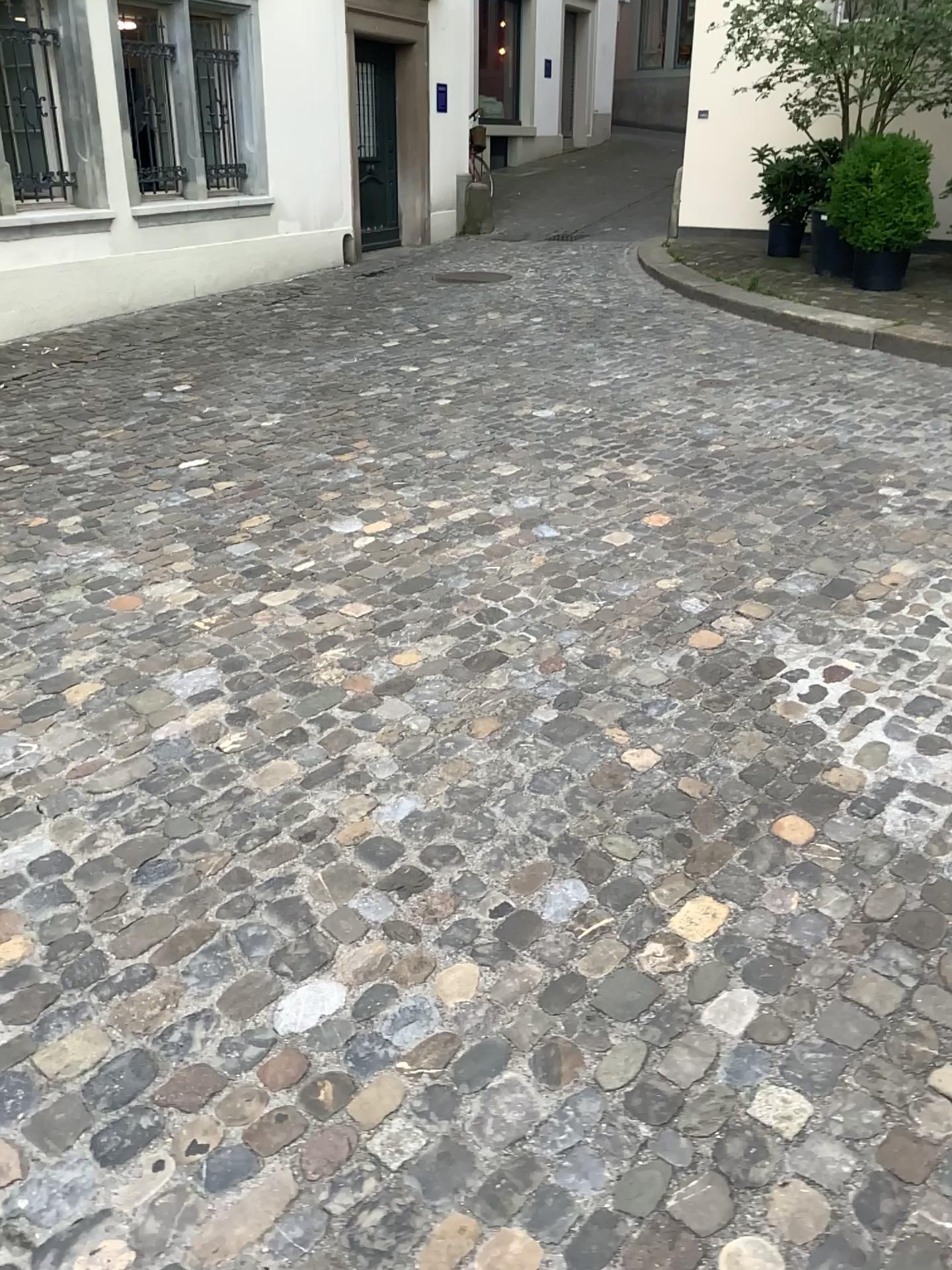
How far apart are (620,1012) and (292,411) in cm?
397
